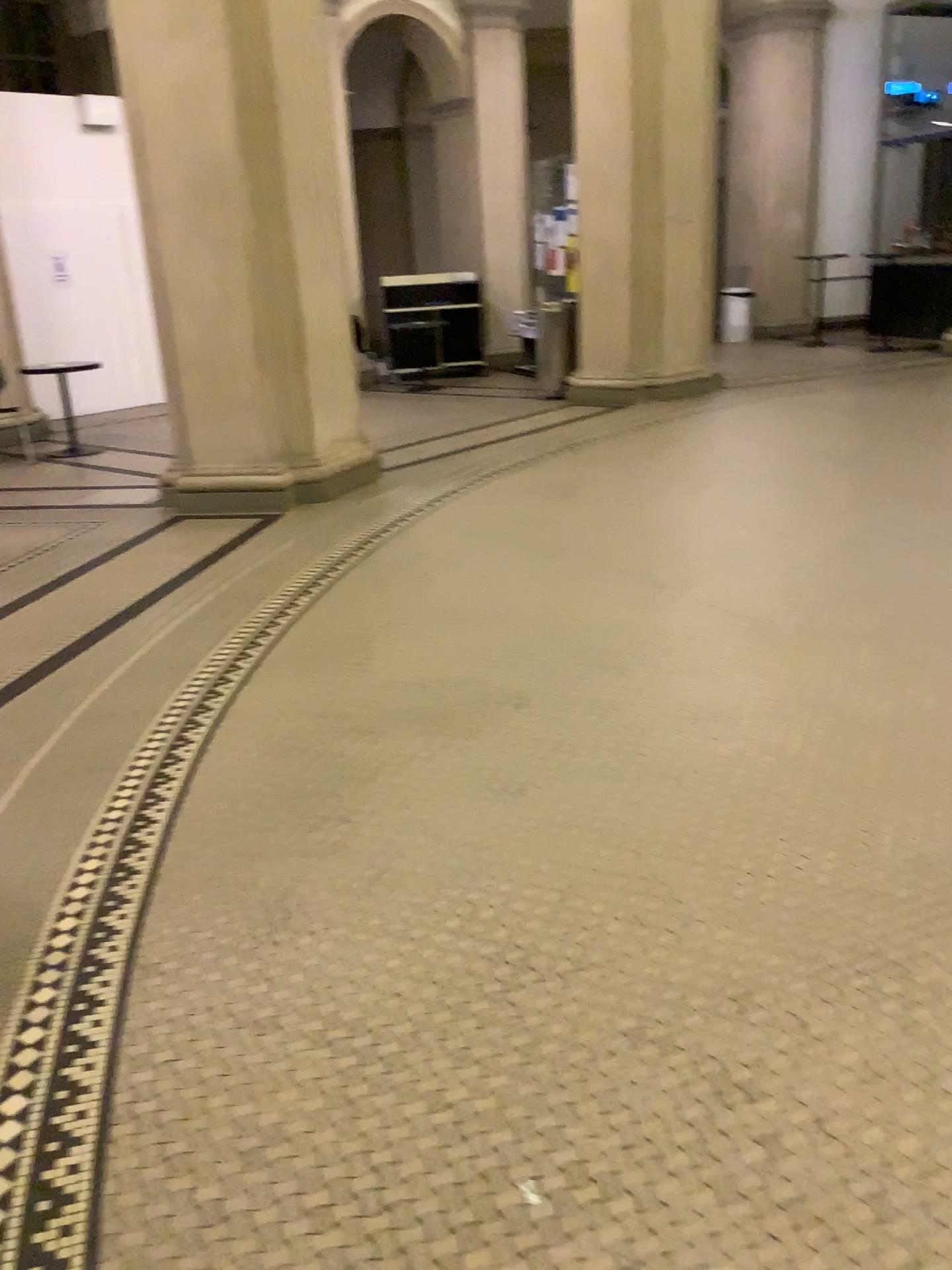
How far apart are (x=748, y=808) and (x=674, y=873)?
0.4m
